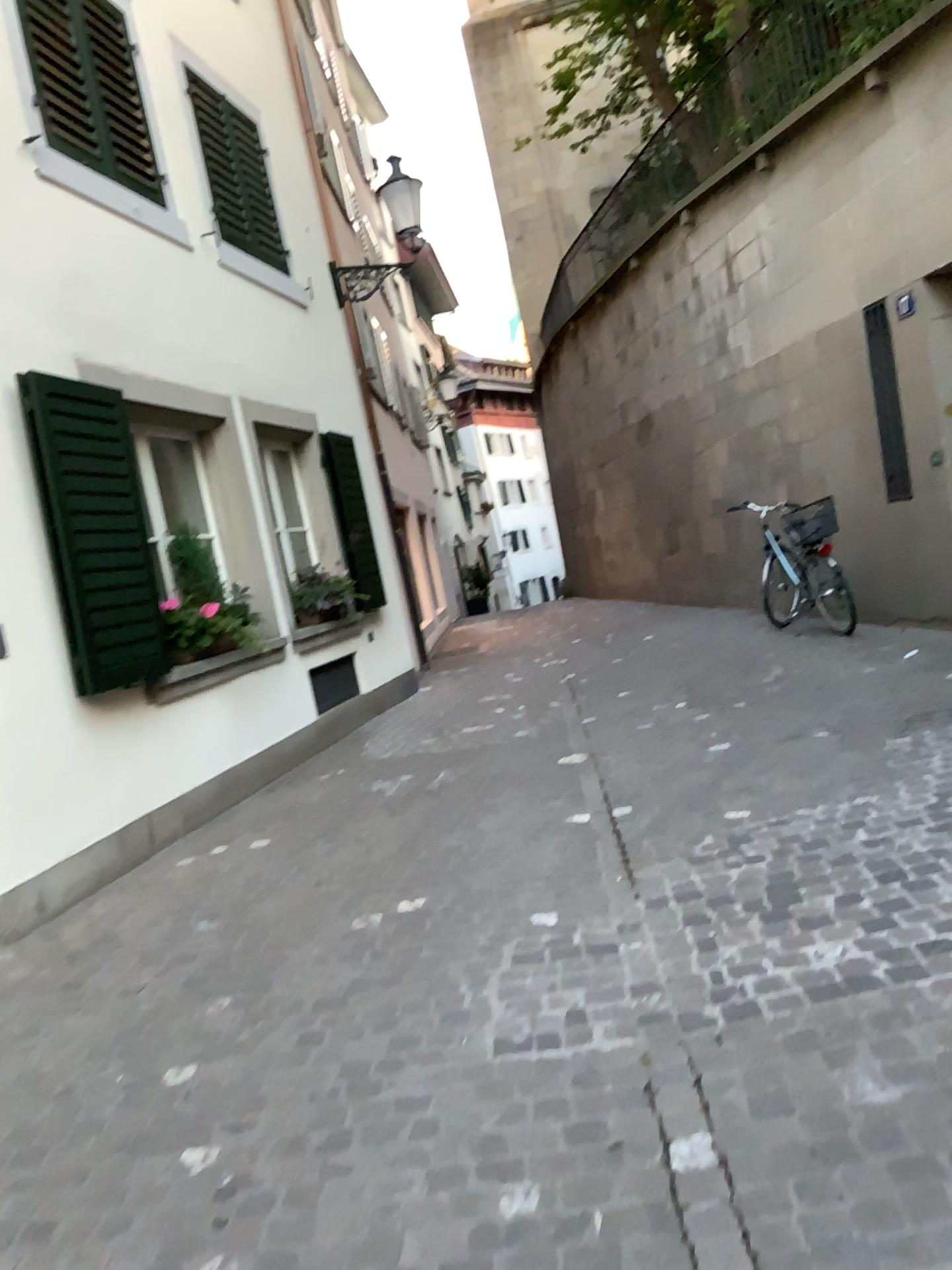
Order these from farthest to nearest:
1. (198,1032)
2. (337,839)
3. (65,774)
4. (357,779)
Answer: (357,779) → (337,839) → (65,774) → (198,1032)
